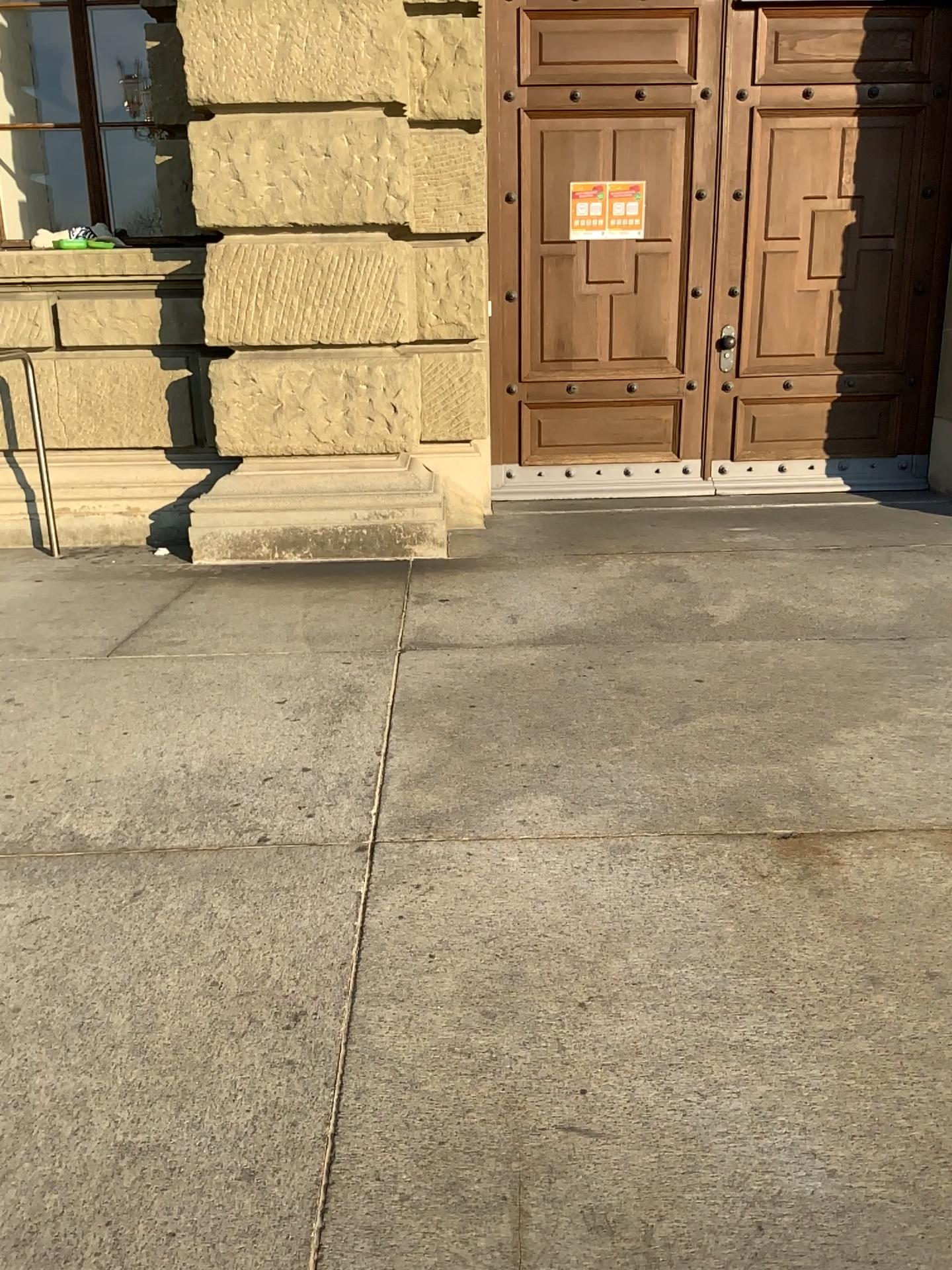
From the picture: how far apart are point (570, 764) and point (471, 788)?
0.3m
